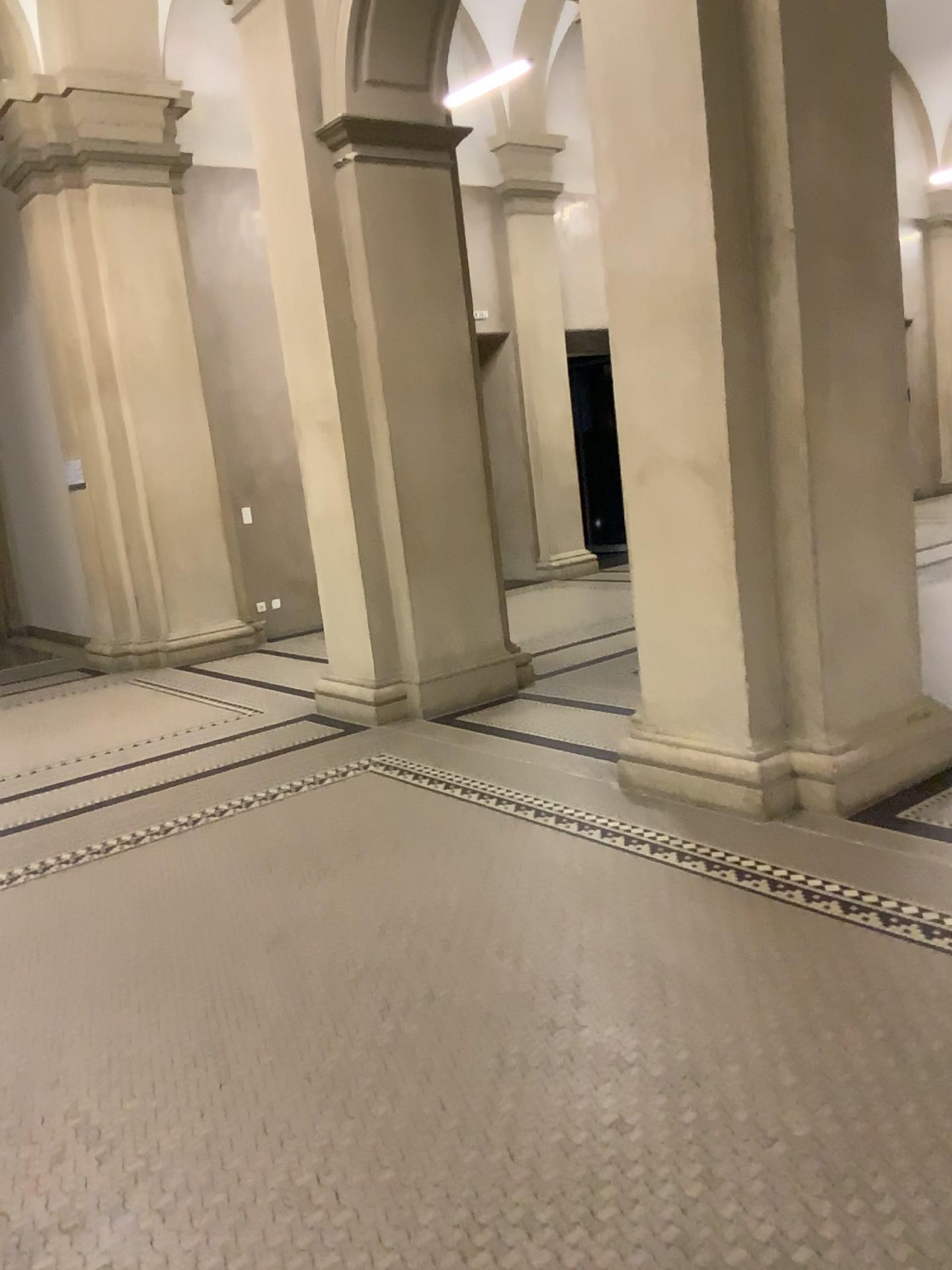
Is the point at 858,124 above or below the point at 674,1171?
above

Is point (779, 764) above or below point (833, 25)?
below
